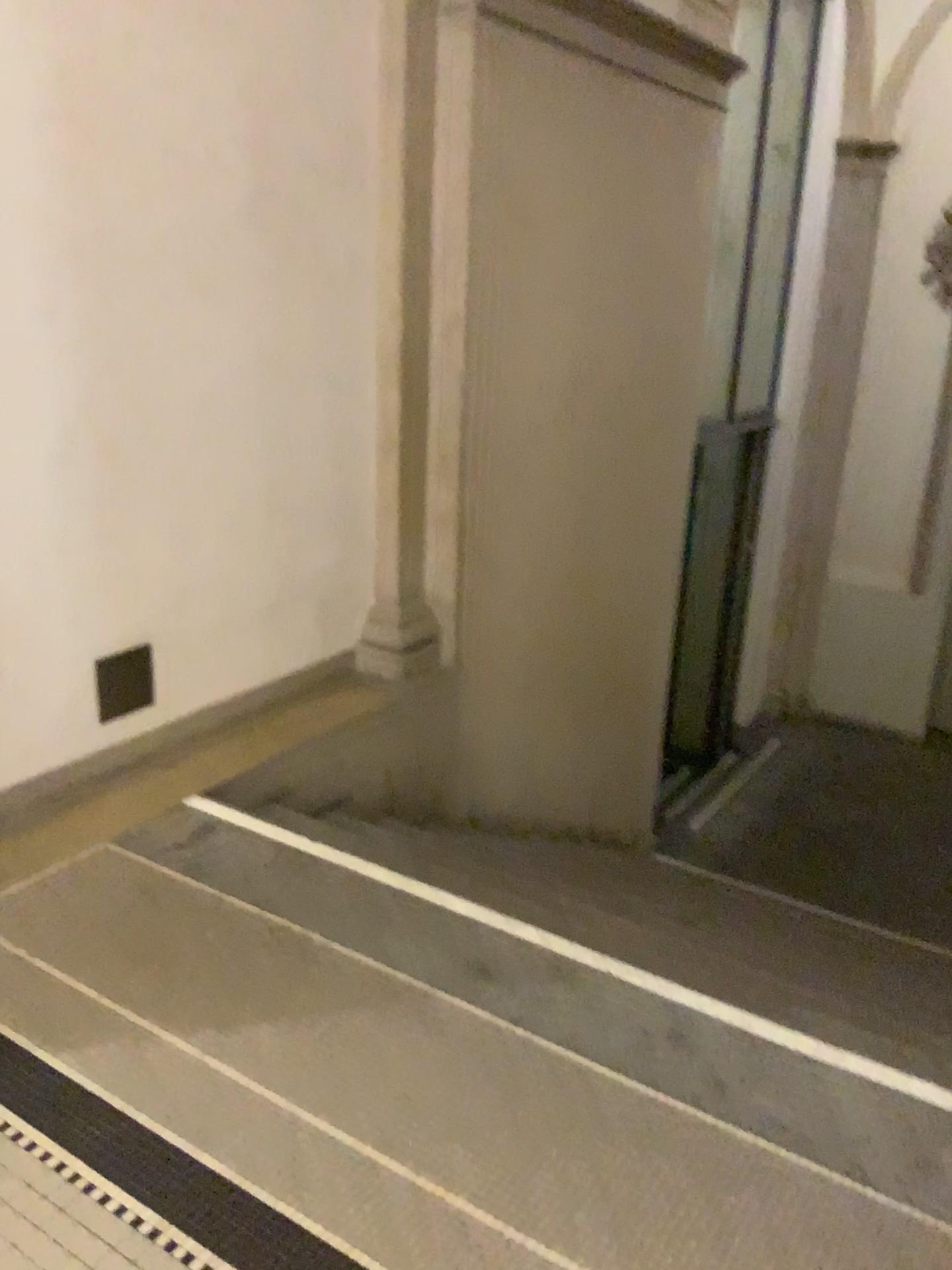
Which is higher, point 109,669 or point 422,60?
point 422,60

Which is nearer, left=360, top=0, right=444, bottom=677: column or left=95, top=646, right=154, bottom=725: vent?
left=95, top=646, right=154, bottom=725: vent

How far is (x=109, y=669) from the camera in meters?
3.2 m

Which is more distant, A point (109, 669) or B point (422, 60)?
B point (422, 60)

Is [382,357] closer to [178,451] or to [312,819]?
[178,451]

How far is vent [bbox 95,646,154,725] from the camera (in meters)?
3.21
